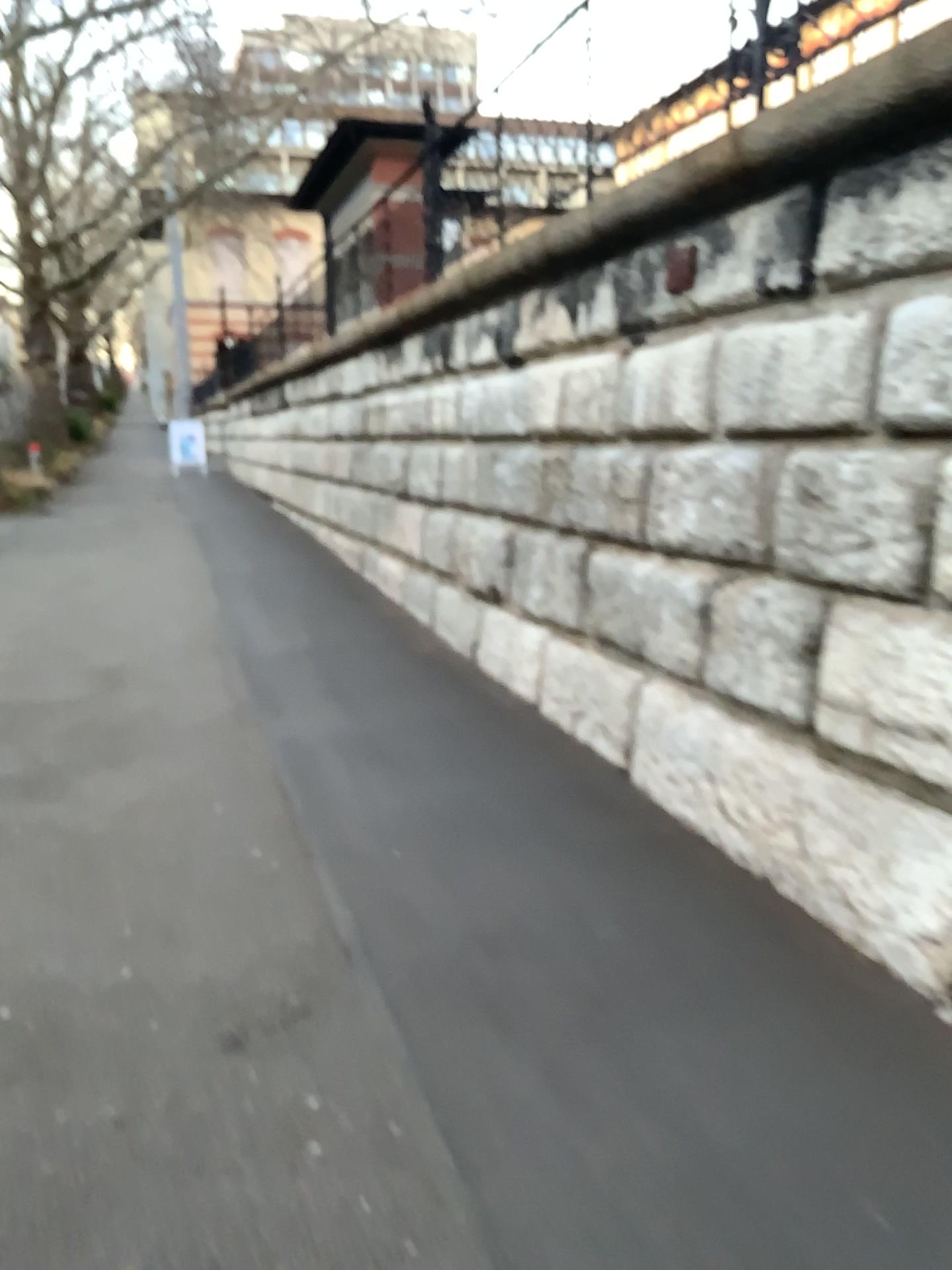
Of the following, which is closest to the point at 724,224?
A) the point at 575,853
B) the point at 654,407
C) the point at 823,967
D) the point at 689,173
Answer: the point at 689,173
